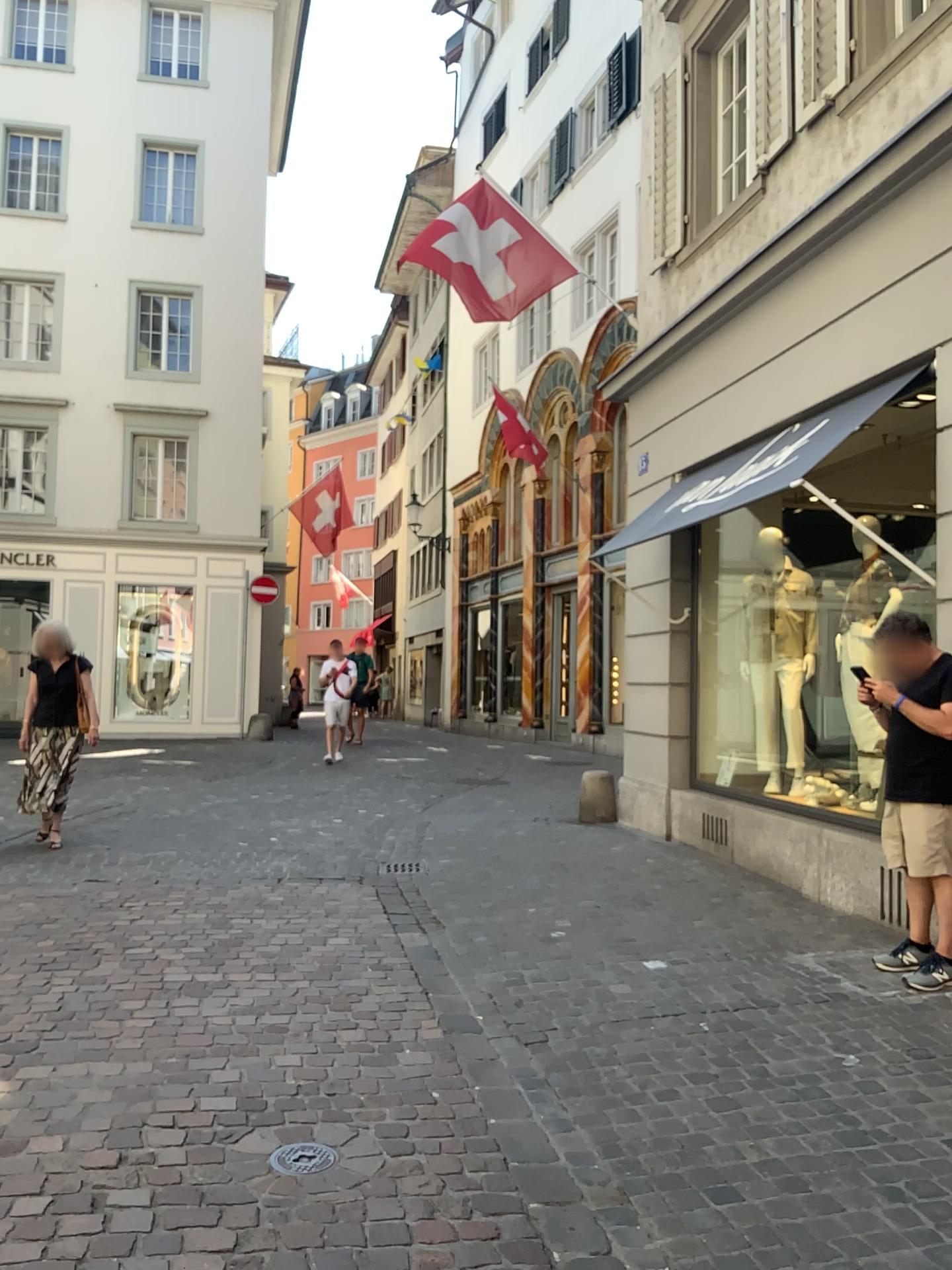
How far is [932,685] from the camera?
4.29m

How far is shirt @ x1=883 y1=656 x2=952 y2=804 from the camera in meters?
4.3

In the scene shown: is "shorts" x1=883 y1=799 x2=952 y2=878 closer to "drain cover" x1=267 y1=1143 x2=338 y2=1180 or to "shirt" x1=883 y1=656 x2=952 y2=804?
"shirt" x1=883 y1=656 x2=952 y2=804

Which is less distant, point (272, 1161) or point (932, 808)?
point (272, 1161)

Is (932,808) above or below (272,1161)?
above

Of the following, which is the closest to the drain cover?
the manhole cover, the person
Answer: the manhole cover

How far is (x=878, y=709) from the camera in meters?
4.7

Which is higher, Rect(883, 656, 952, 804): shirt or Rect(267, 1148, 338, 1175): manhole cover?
Rect(883, 656, 952, 804): shirt

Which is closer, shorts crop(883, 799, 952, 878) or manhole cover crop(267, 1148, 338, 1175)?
manhole cover crop(267, 1148, 338, 1175)

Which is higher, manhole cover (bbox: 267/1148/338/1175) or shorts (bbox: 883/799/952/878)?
shorts (bbox: 883/799/952/878)
